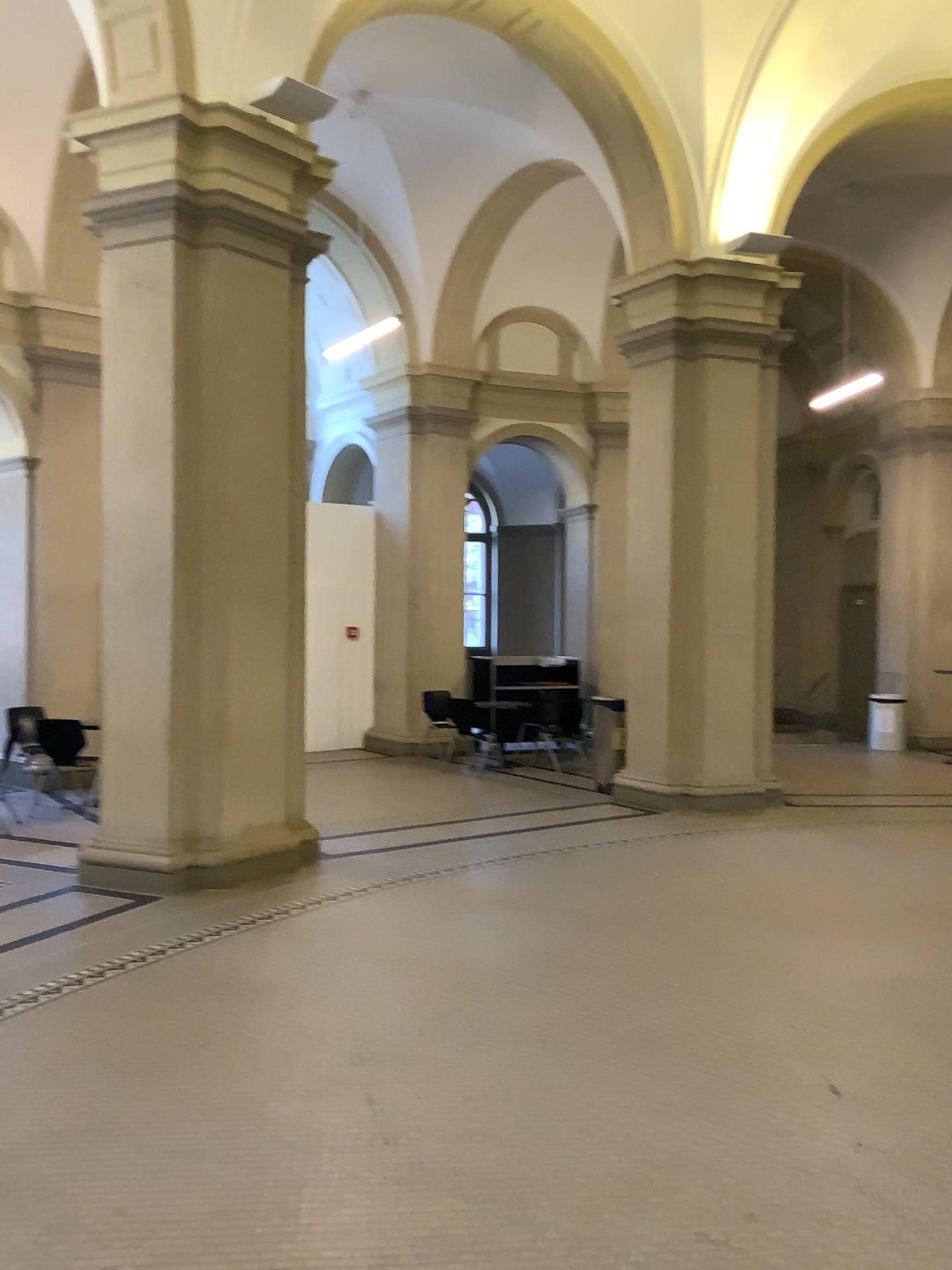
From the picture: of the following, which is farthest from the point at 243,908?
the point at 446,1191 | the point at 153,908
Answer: the point at 446,1191
